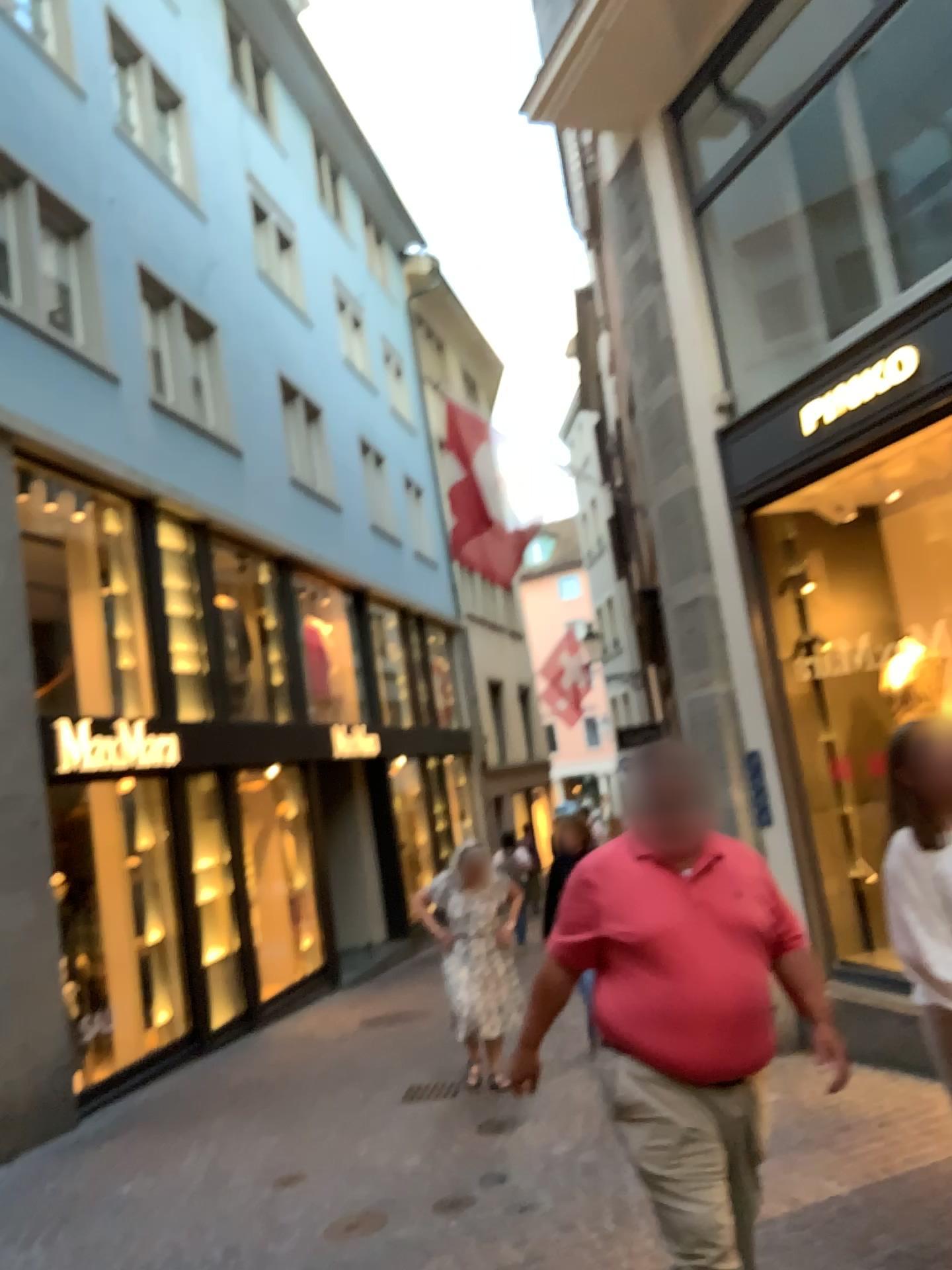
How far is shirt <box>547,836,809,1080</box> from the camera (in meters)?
2.67

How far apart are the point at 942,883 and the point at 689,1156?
0.9m

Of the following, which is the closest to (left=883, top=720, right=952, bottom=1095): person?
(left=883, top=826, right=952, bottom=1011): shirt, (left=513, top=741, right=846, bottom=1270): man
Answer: (left=883, top=826, right=952, bottom=1011): shirt

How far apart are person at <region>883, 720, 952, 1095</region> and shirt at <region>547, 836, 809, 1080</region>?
0.29m

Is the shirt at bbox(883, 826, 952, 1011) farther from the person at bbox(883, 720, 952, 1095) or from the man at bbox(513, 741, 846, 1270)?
the man at bbox(513, 741, 846, 1270)

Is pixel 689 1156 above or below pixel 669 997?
below

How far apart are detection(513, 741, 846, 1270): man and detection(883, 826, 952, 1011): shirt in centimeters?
29cm

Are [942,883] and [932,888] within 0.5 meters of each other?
yes

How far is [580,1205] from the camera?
4.4m

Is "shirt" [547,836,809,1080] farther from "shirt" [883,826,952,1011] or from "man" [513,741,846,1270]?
"shirt" [883,826,952,1011]
